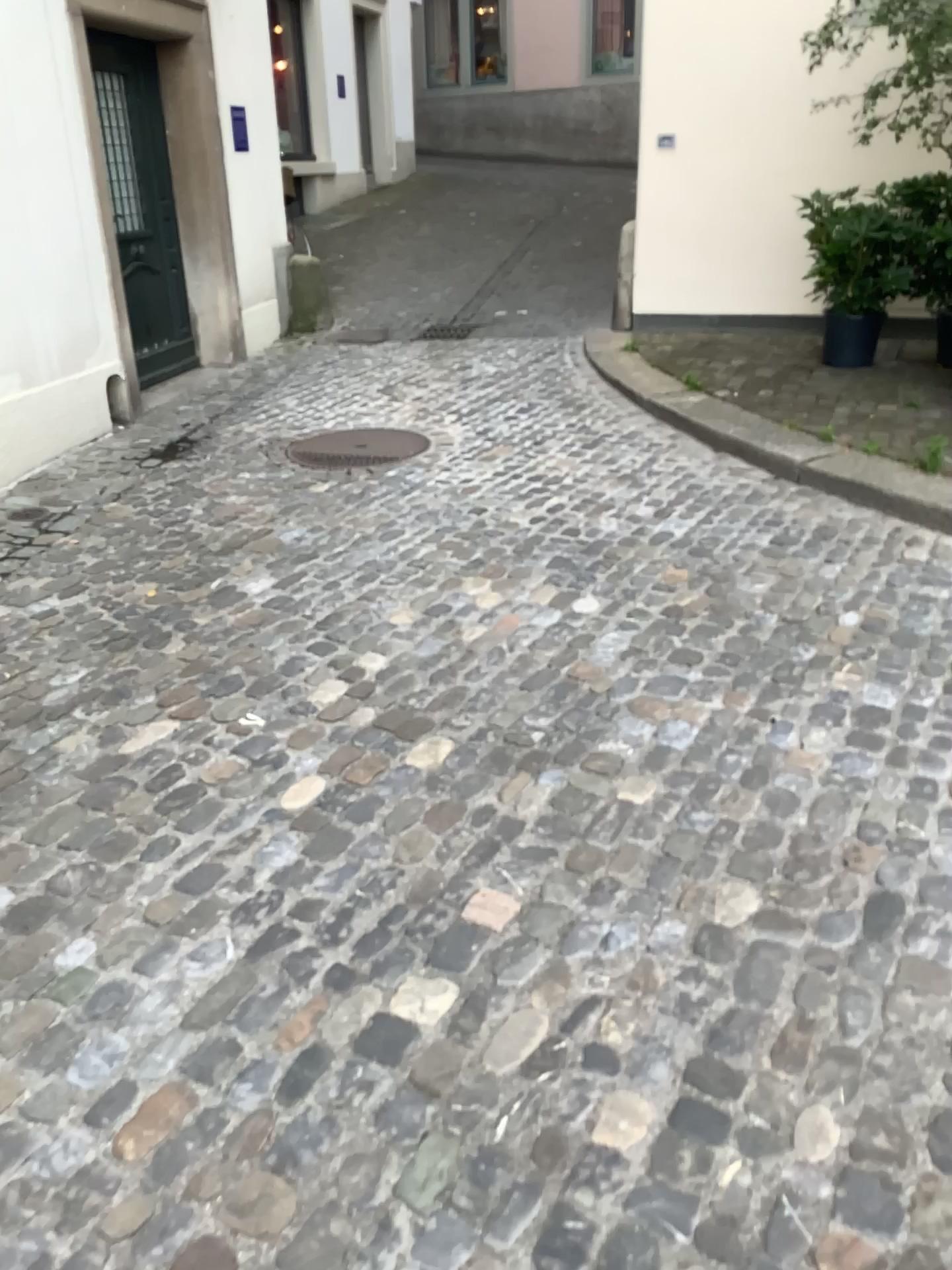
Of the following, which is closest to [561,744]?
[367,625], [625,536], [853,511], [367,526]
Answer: [367,625]

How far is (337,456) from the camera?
4.9m

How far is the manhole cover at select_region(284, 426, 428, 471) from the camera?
4.90m
